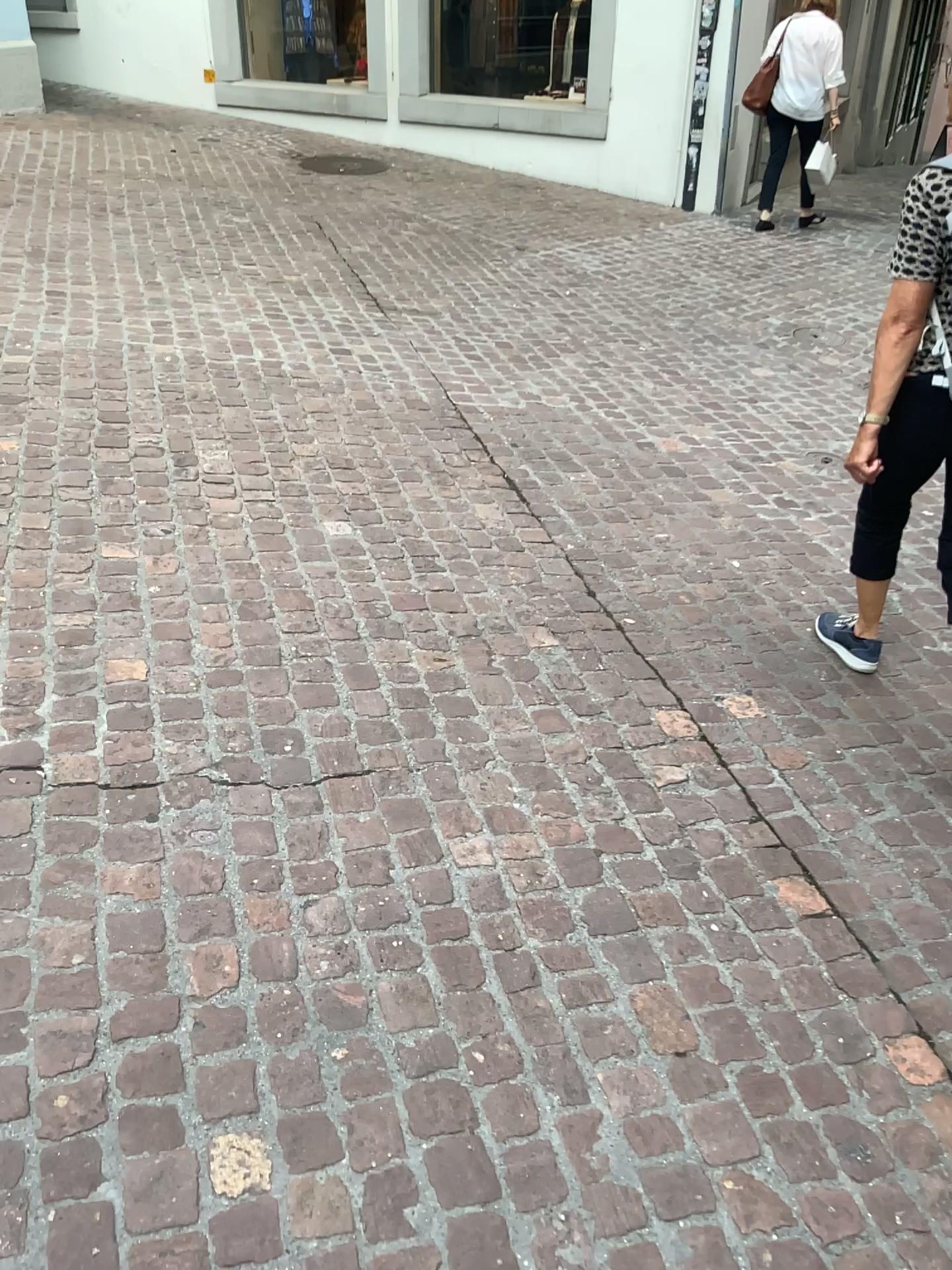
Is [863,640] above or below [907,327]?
below

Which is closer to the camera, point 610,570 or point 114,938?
point 114,938

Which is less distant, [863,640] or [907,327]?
[907,327]

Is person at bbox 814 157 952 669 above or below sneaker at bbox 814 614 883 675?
above

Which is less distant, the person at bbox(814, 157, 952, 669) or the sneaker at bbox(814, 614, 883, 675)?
the person at bbox(814, 157, 952, 669)
